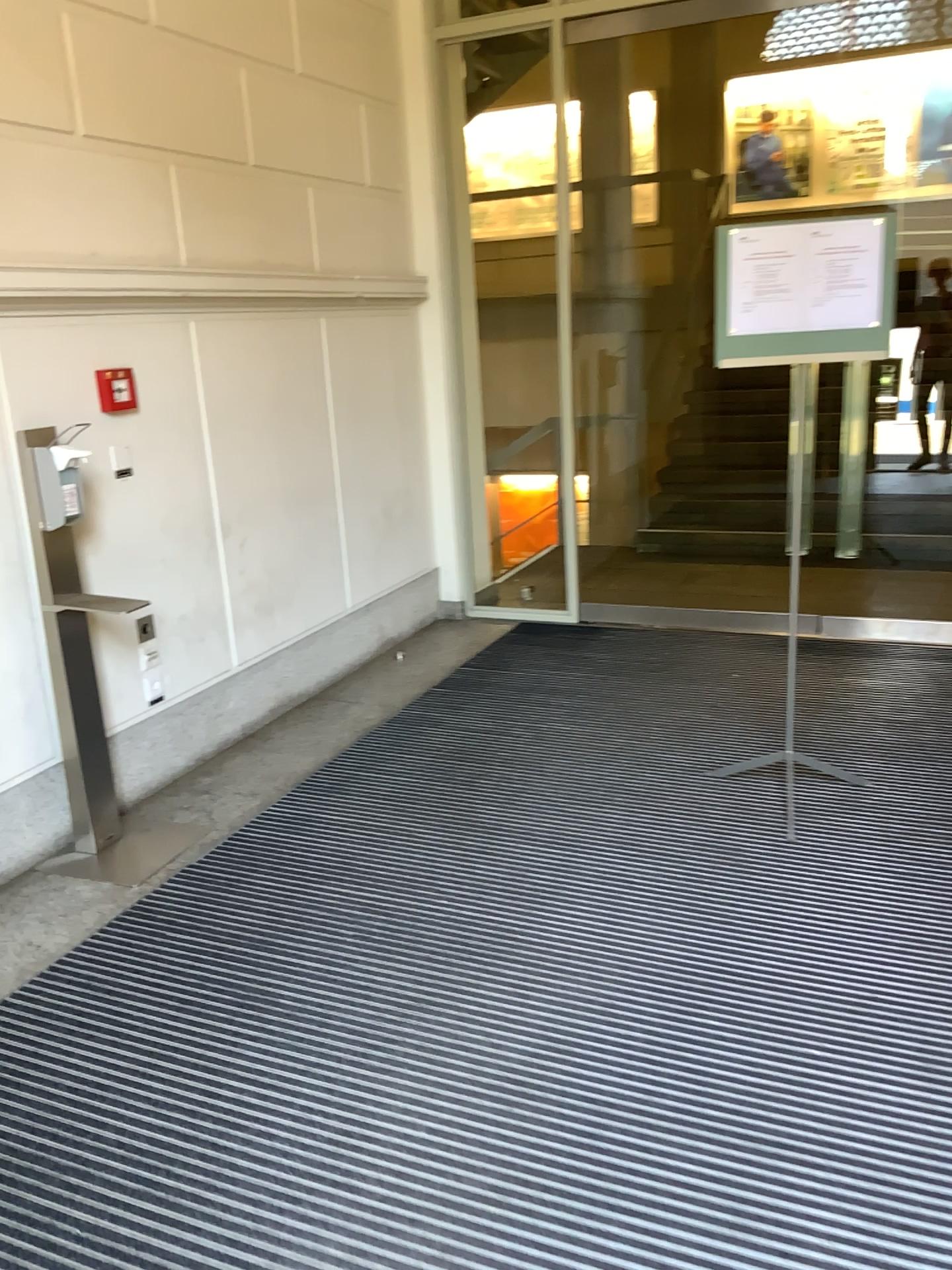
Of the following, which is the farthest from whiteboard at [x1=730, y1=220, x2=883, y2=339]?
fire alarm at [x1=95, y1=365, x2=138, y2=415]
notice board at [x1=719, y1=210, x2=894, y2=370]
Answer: fire alarm at [x1=95, y1=365, x2=138, y2=415]

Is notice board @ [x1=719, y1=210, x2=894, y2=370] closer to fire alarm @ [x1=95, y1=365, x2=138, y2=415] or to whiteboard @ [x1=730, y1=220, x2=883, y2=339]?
whiteboard @ [x1=730, y1=220, x2=883, y2=339]

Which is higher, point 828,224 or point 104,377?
point 828,224

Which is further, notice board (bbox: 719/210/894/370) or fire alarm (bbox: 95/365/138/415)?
fire alarm (bbox: 95/365/138/415)

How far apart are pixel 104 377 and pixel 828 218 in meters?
2.3

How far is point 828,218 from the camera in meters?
3.0

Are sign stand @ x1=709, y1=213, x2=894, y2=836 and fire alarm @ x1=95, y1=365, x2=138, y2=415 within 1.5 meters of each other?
no

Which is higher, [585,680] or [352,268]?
[352,268]

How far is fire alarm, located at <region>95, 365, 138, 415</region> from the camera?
3.4 meters

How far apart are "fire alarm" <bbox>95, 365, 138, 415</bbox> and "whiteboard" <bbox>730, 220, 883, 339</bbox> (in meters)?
1.95
